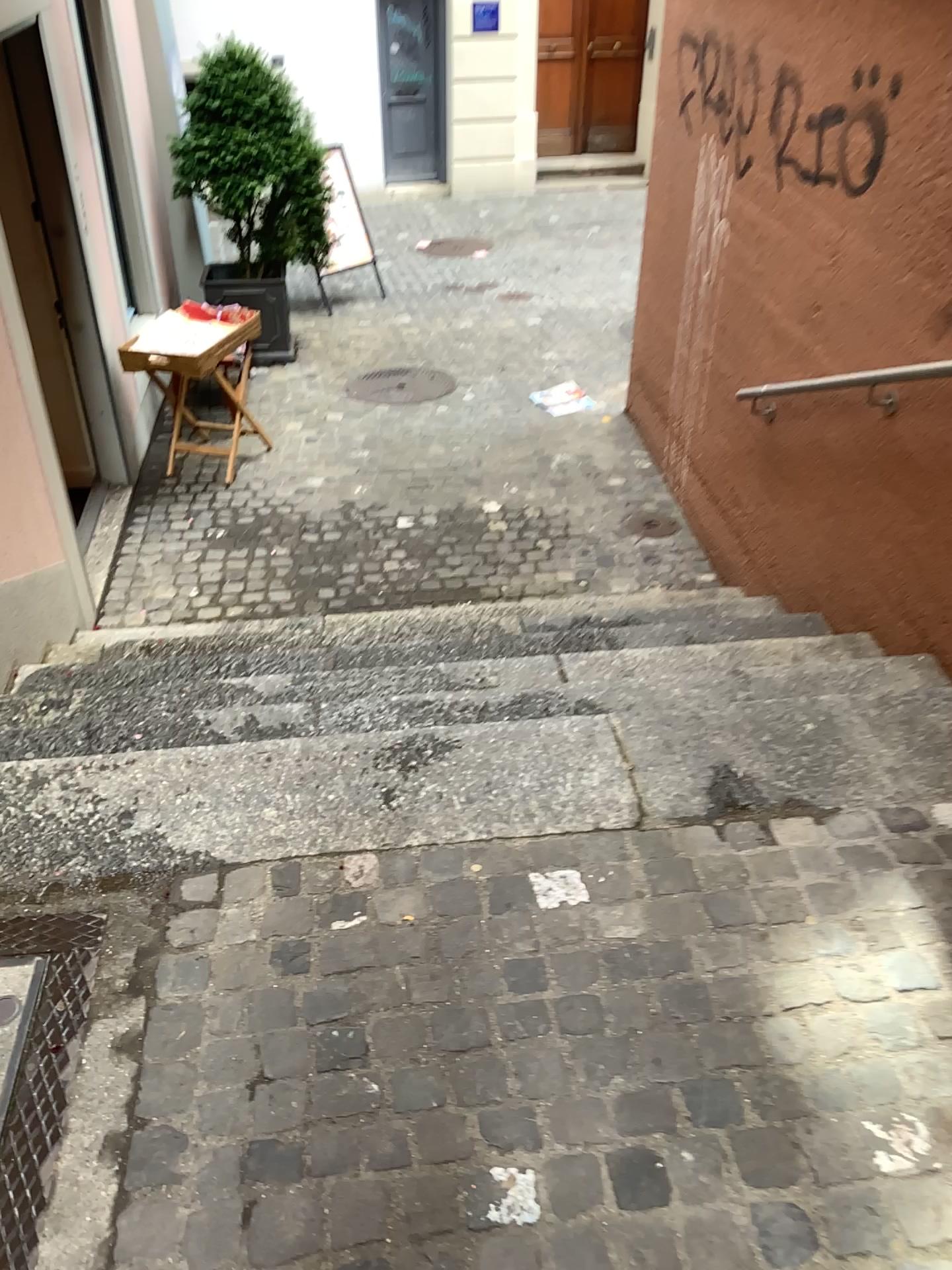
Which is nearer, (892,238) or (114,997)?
(114,997)
